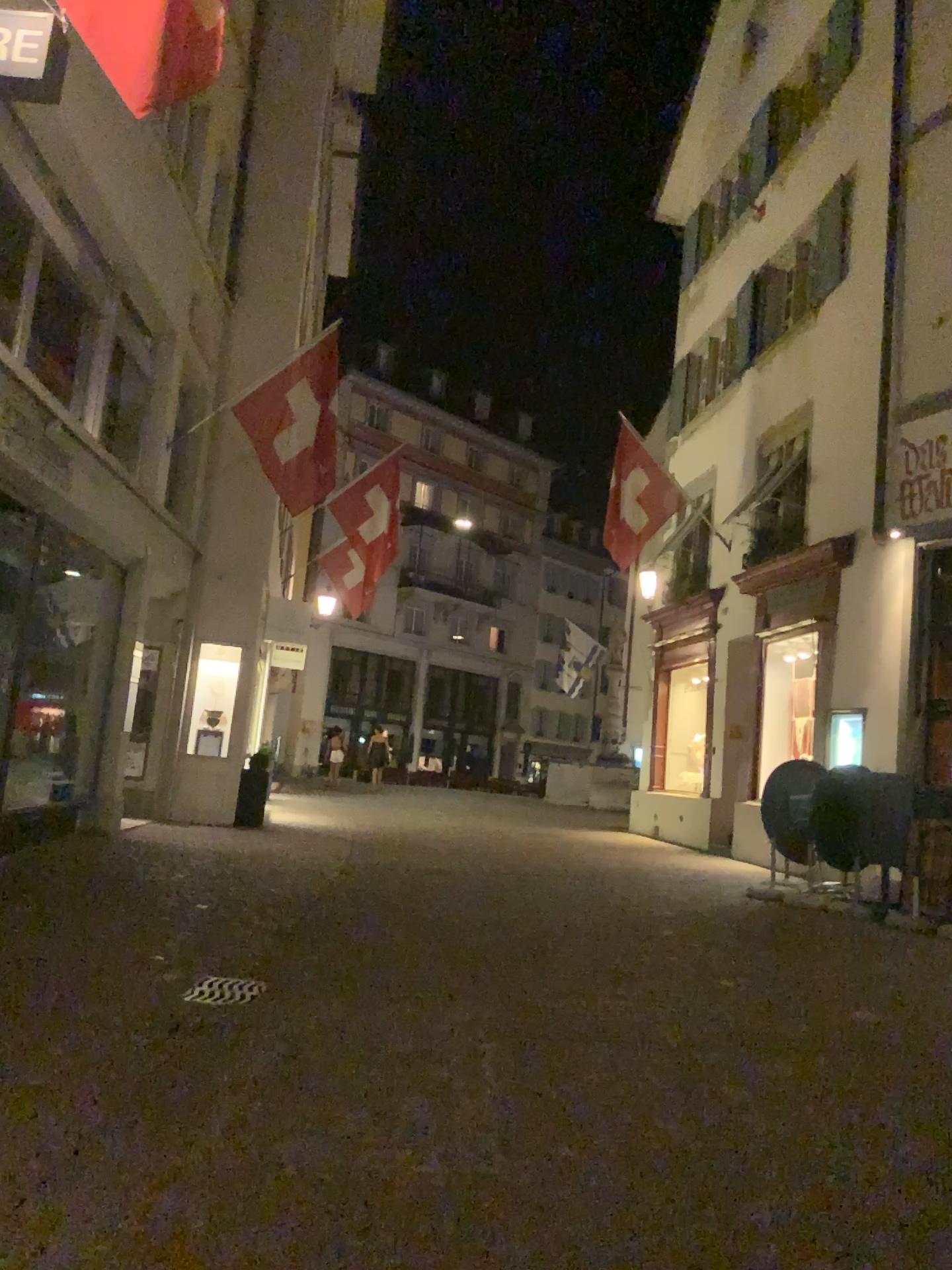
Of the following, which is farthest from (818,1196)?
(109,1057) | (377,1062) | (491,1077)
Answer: (109,1057)
